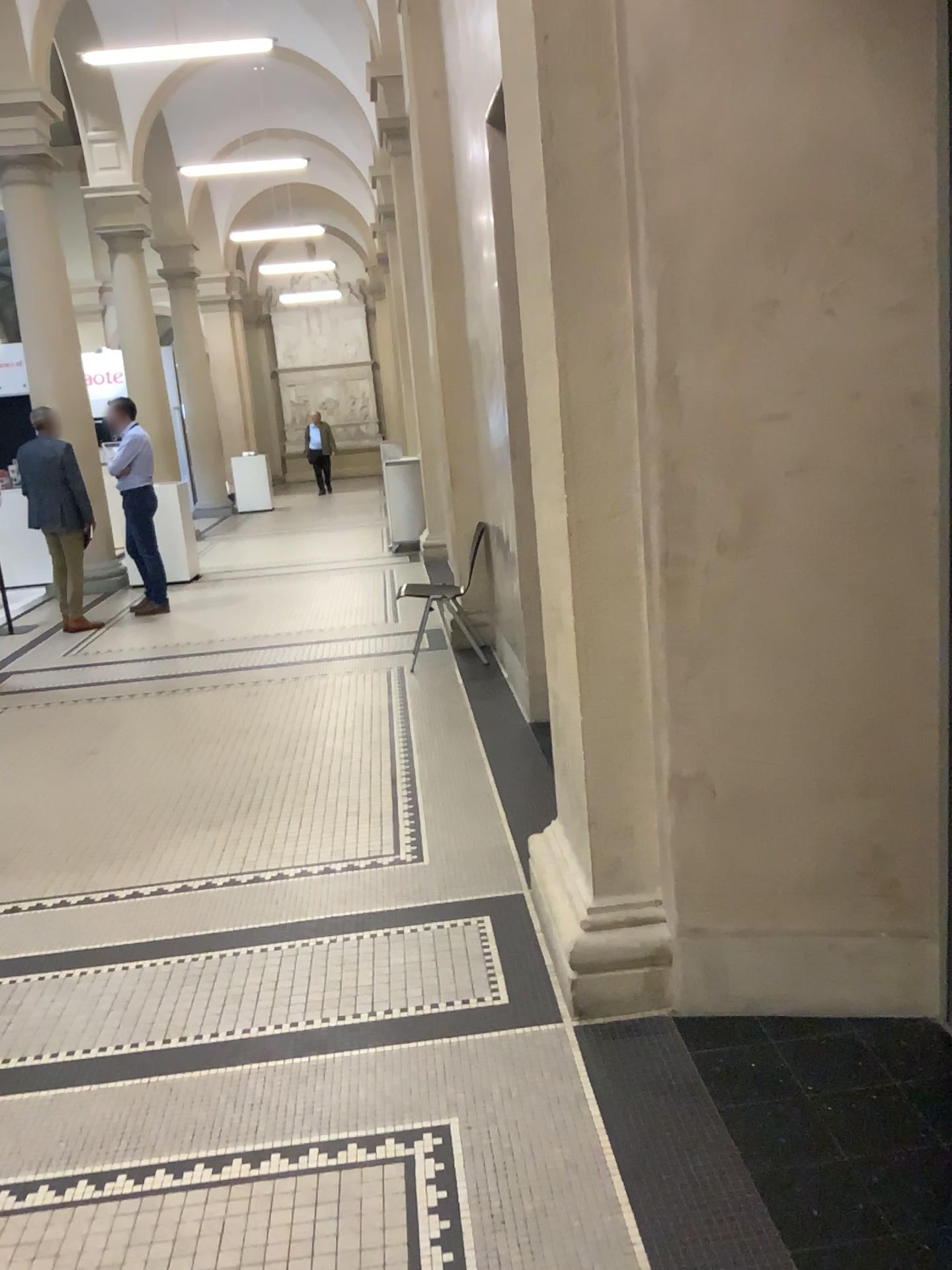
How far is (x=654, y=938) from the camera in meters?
2.6 m

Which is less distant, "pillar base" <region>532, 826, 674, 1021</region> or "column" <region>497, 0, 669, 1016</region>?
"column" <region>497, 0, 669, 1016</region>

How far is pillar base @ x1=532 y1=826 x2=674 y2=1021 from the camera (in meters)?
2.63

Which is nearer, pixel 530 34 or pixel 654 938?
pixel 530 34

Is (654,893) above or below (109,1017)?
above

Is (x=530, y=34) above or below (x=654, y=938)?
above
